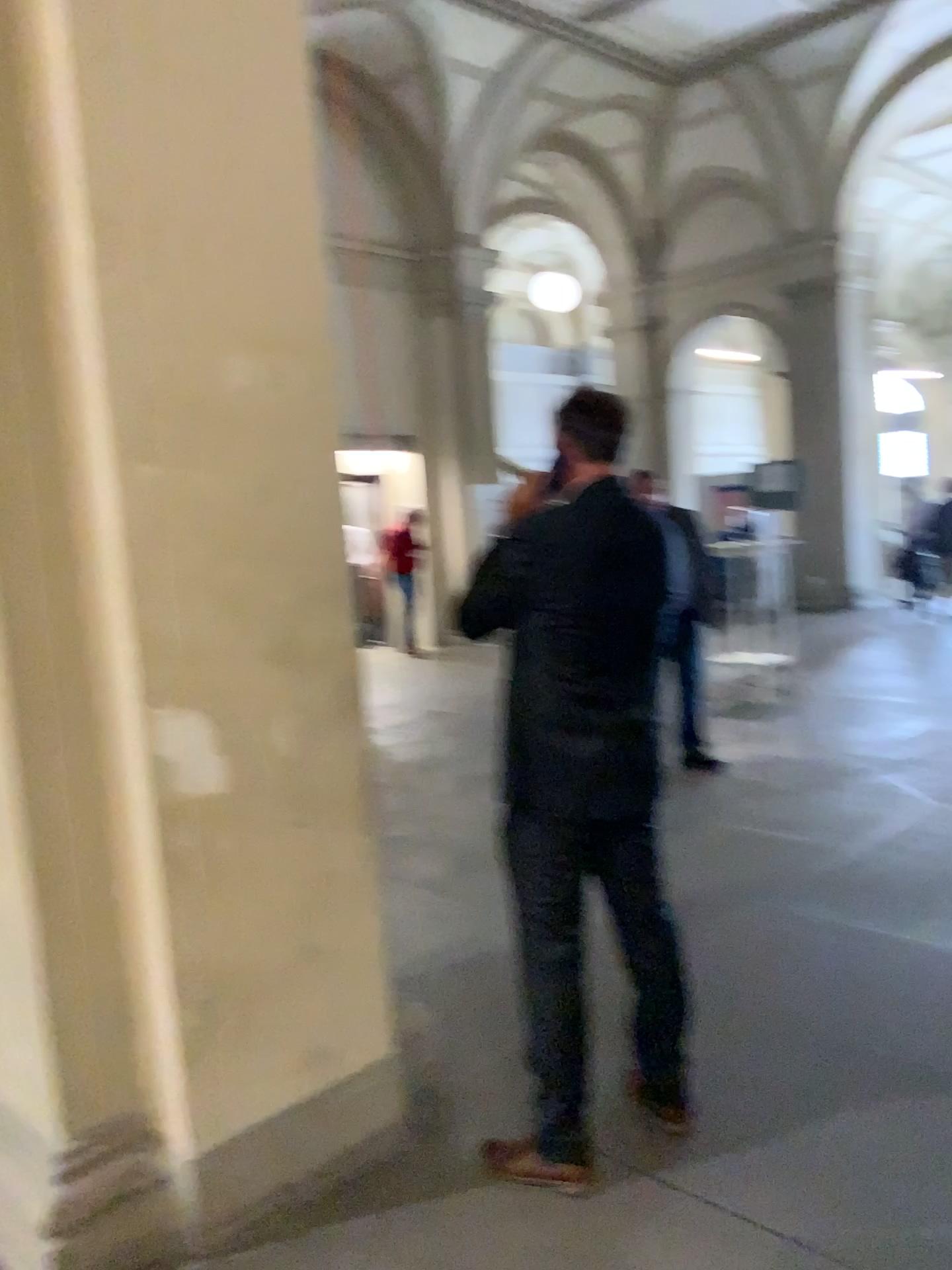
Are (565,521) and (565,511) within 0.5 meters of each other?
yes

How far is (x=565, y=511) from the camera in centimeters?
225cm

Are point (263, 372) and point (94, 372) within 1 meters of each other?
yes

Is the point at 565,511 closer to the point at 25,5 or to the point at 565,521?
the point at 565,521

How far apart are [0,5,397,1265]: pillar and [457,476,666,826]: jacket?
0.3 meters

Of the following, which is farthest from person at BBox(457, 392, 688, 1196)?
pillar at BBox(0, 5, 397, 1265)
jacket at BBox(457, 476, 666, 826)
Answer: pillar at BBox(0, 5, 397, 1265)

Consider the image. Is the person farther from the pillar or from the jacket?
the pillar

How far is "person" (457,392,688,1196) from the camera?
2.25m
